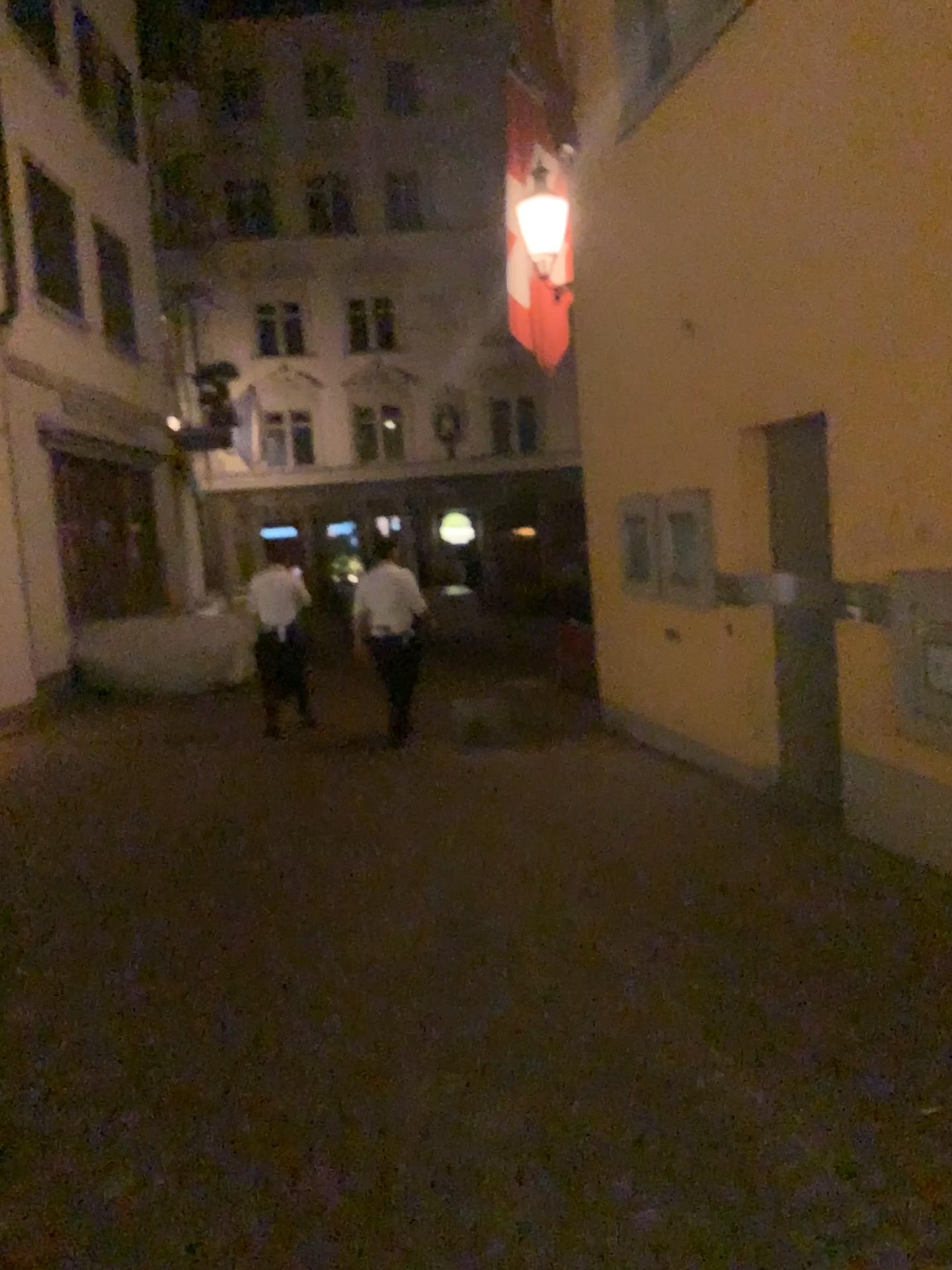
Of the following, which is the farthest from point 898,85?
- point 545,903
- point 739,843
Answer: point 545,903
